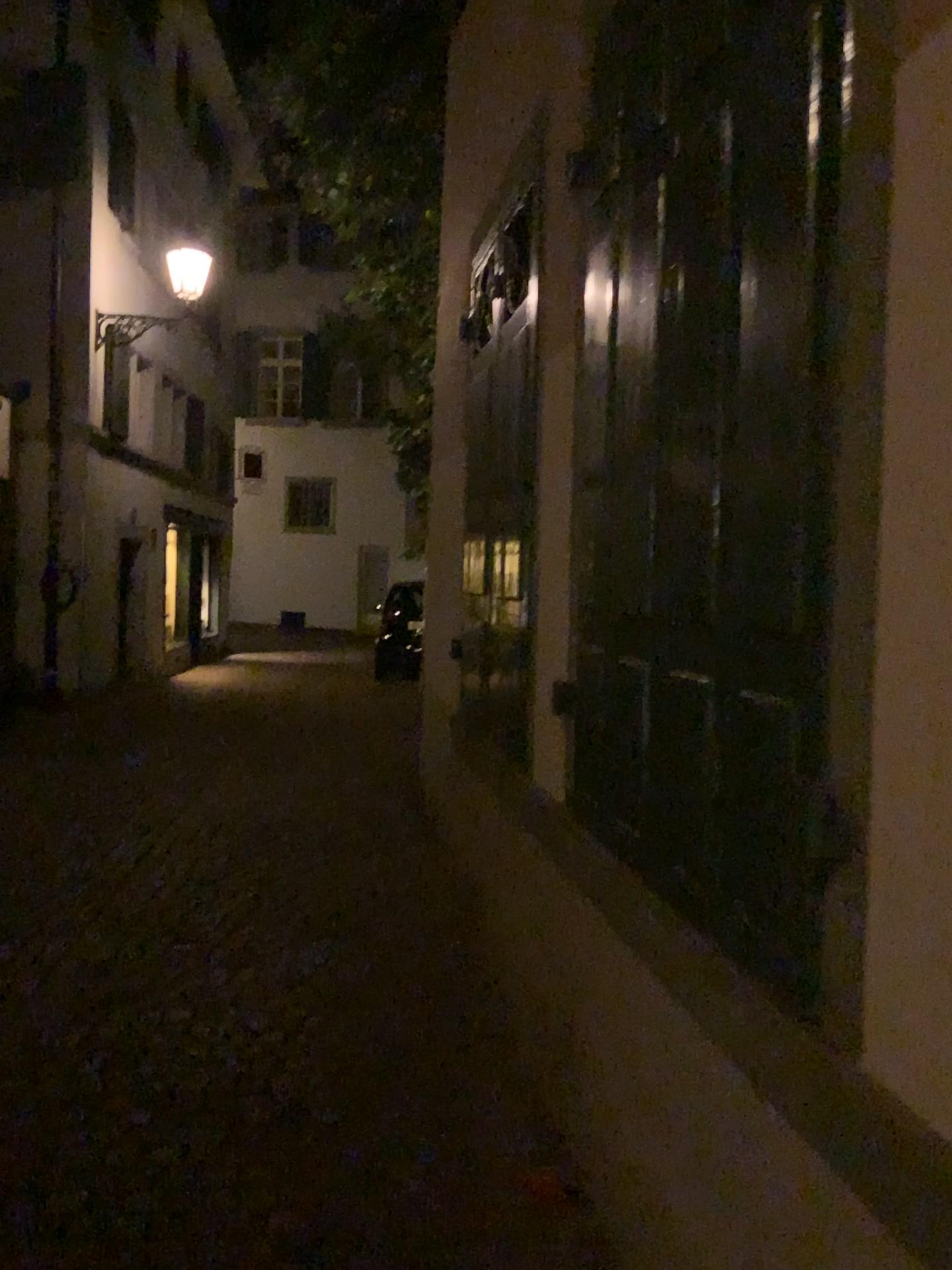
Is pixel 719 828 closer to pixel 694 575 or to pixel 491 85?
pixel 694 575
